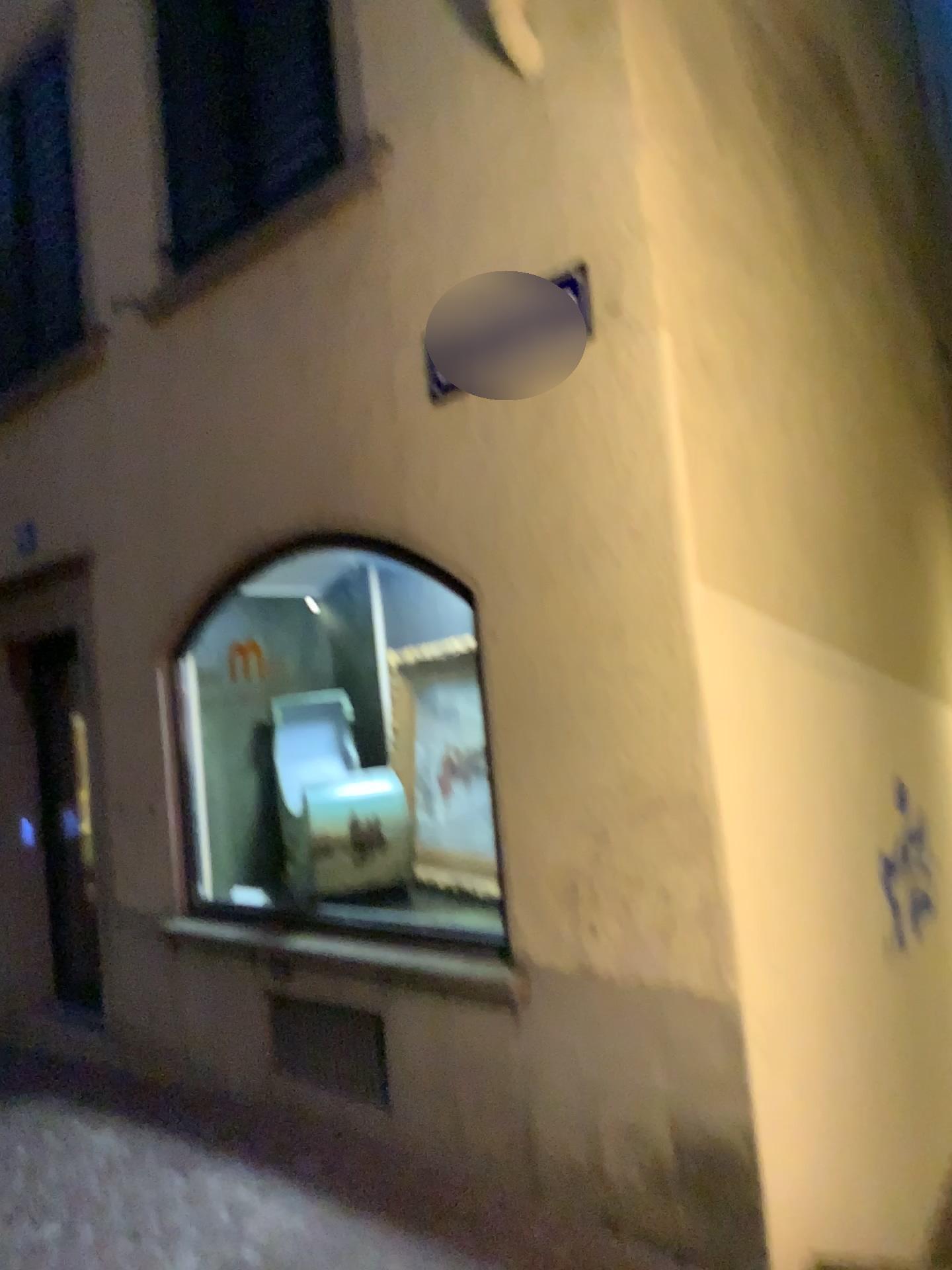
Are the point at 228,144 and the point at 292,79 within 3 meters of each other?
yes

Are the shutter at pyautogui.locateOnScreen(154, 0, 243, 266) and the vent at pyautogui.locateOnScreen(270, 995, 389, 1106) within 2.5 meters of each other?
no

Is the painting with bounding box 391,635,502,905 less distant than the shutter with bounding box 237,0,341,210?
No

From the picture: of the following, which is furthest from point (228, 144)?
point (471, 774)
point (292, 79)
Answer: point (471, 774)

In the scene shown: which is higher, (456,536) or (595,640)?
(456,536)

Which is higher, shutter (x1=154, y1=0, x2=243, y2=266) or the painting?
shutter (x1=154, y1=0, x2=243, y2=266)

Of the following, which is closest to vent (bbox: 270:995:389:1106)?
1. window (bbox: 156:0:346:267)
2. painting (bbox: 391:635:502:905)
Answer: painting (bbox: 391:635:502:905)

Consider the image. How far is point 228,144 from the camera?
4.0 meters

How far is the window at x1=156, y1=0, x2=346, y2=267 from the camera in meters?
3.8 m

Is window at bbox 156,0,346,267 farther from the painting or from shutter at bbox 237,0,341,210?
the painting
